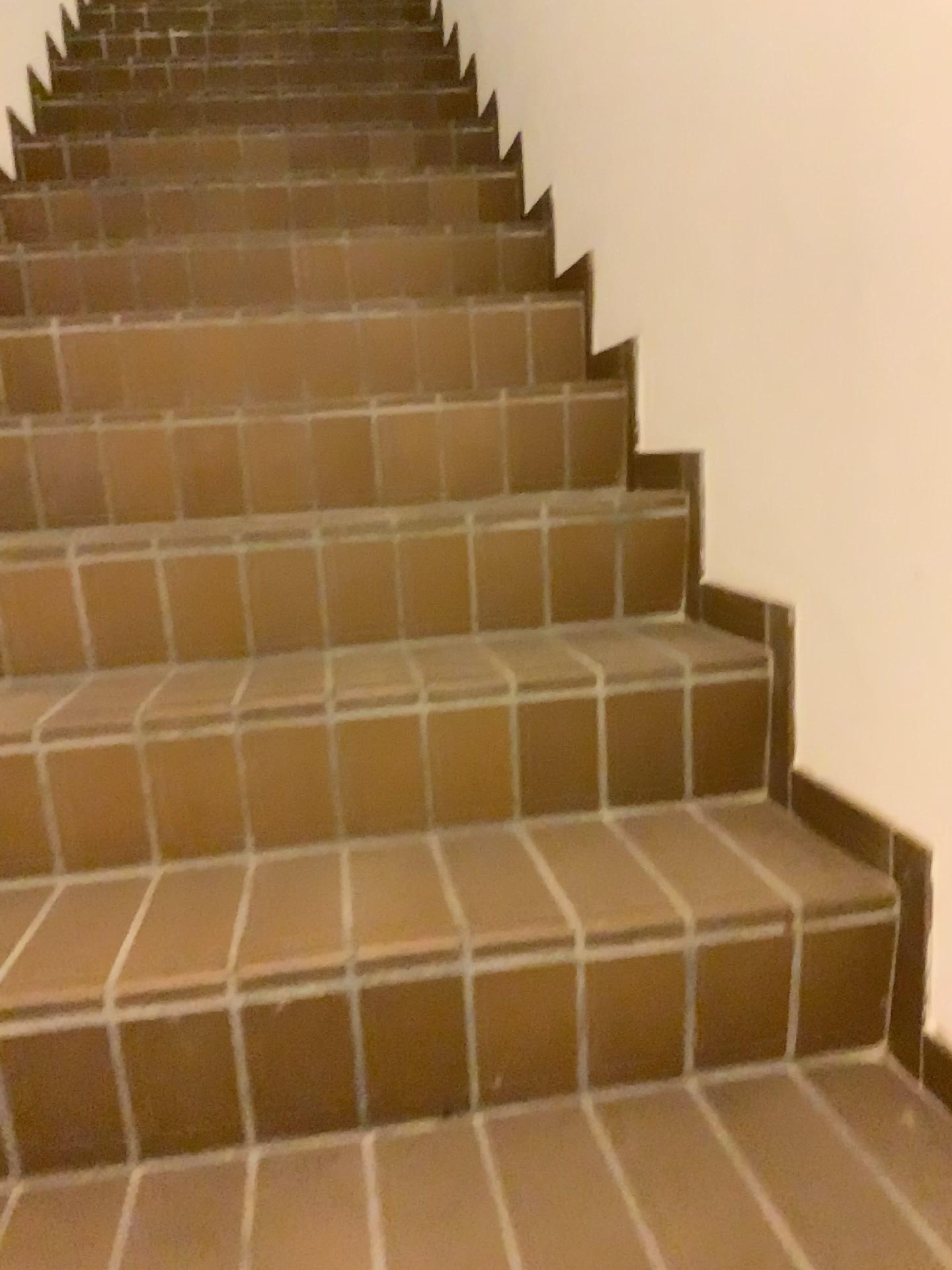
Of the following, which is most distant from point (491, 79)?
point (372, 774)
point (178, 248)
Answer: point (372, 774)
